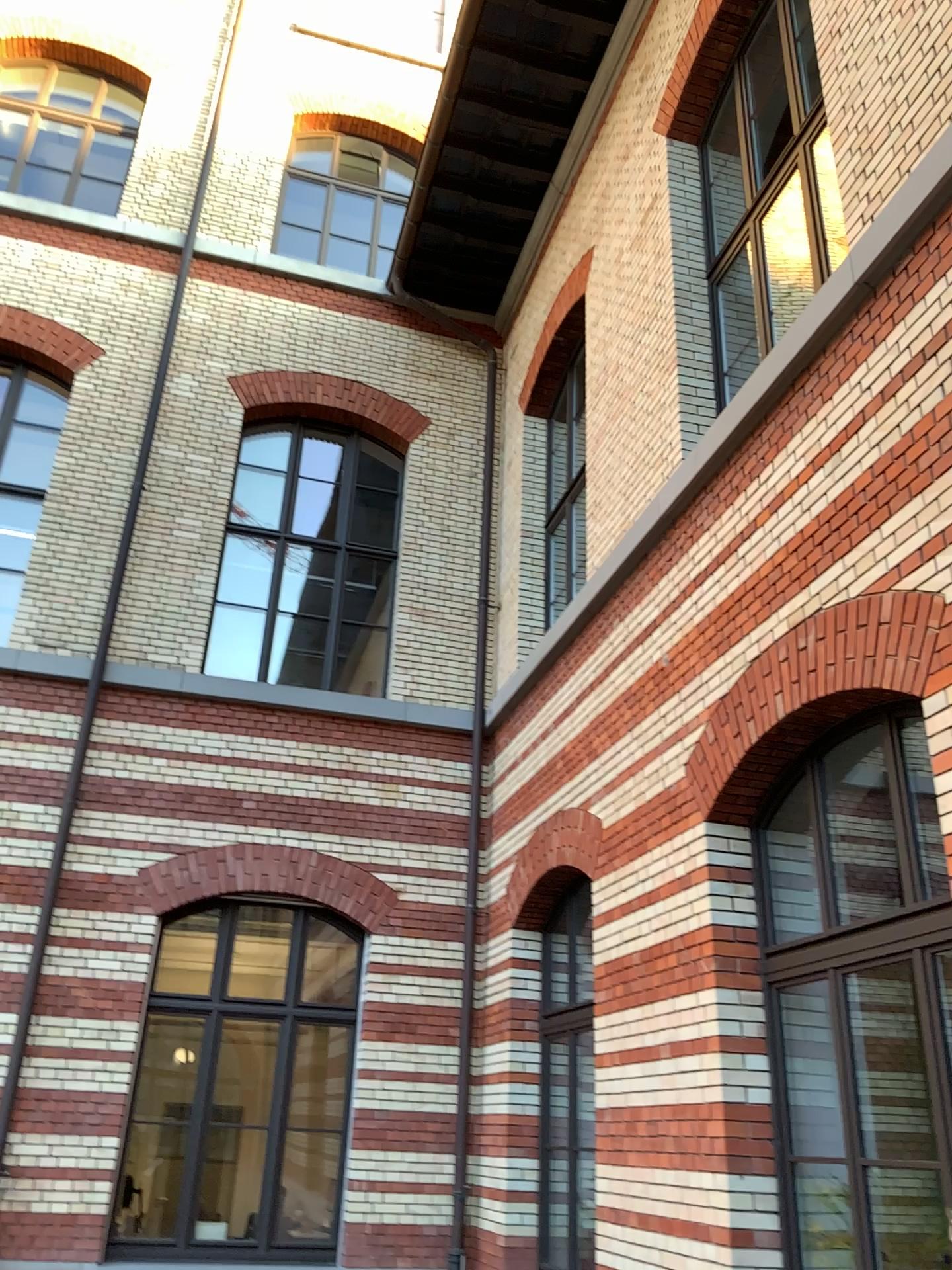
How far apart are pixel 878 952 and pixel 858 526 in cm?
172
